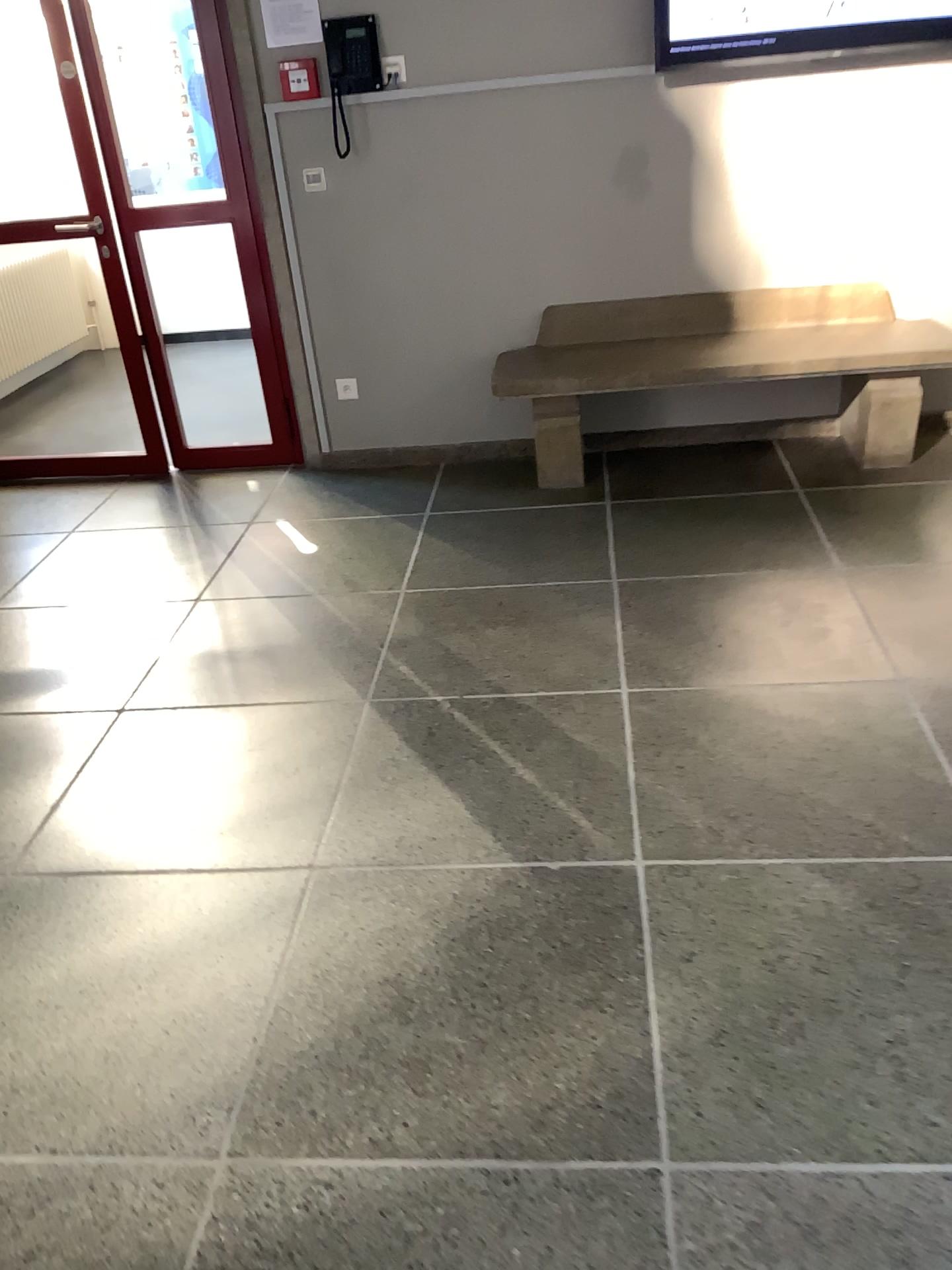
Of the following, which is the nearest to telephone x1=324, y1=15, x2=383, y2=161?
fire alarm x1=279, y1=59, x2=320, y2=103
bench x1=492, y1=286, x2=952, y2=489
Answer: fire alarm x1=279, y1=59, x2=320, y2=103

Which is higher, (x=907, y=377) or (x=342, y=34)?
(x=342, y=34)

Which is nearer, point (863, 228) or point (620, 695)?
point (620, 695)

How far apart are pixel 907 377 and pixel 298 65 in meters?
2.5

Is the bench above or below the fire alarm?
below

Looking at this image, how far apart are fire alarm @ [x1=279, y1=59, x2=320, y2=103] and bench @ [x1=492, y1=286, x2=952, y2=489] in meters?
1.2

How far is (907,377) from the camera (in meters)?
3.92

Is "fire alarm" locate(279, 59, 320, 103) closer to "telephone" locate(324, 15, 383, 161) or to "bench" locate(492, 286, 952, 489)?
"telephone" locate(324, 15, 383, 161)

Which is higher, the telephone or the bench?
the telephone

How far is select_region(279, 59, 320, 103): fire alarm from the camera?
3.9 meters
